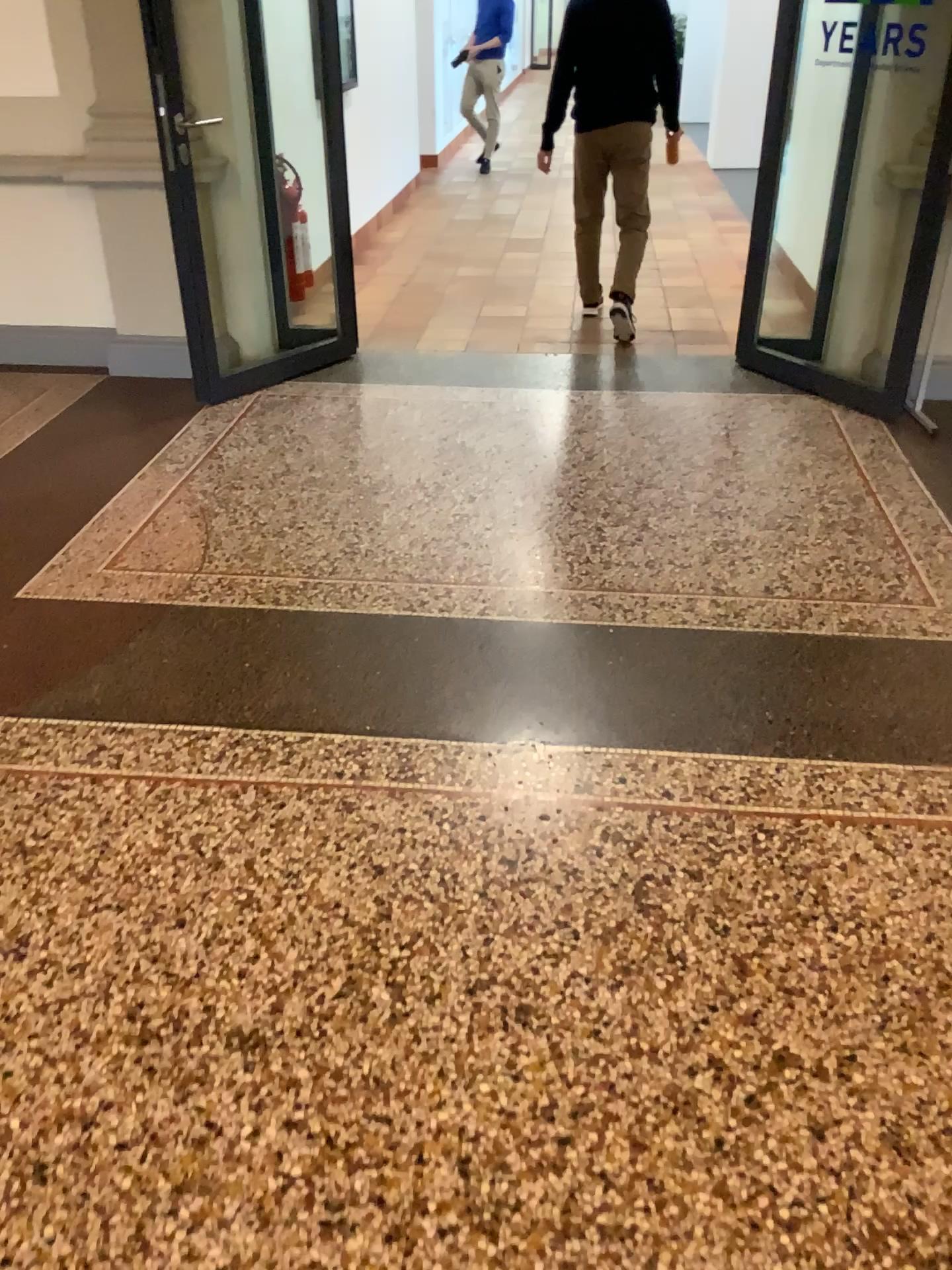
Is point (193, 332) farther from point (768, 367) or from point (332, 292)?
point (768, 367)
